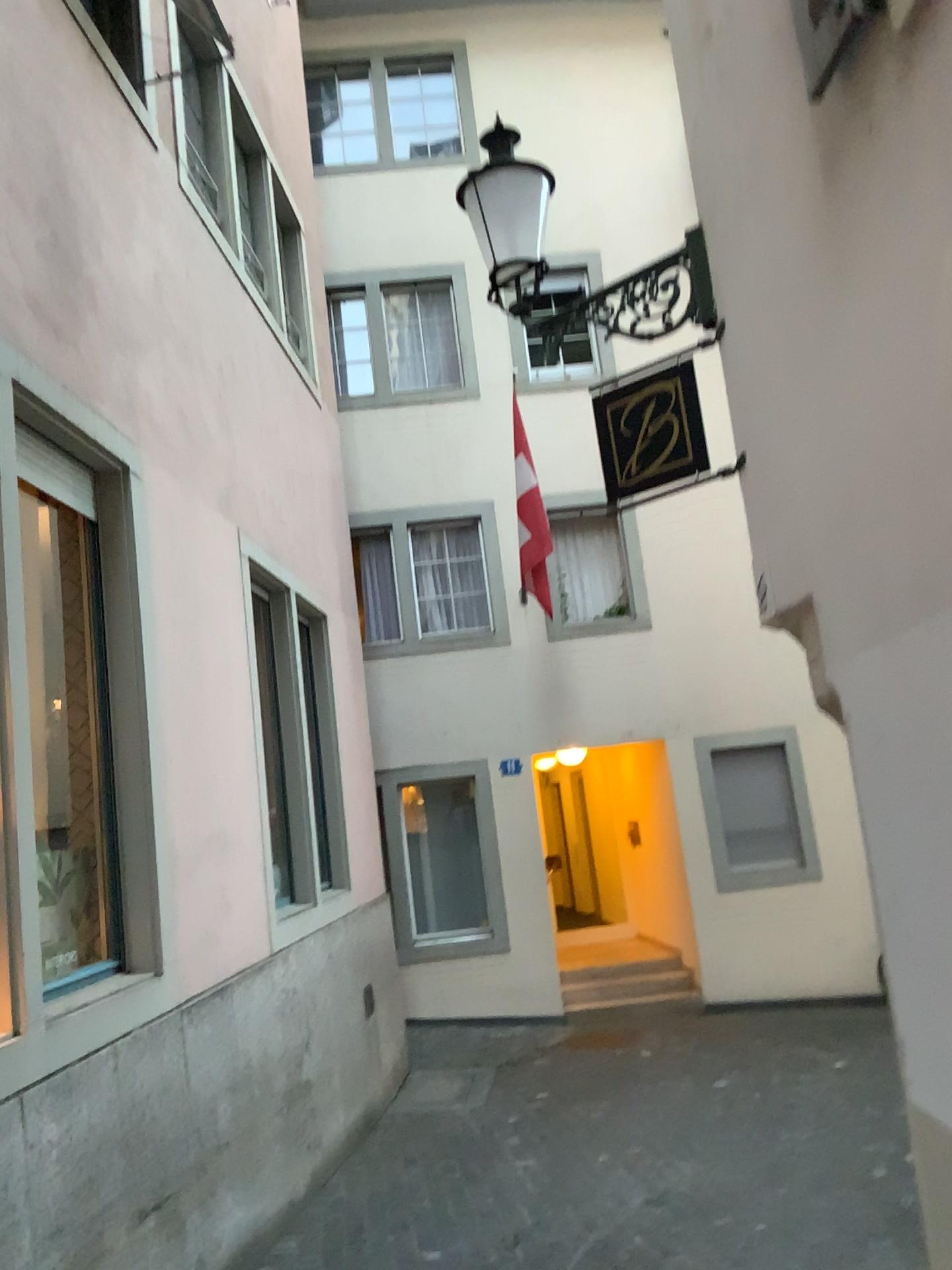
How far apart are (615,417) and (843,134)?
2.0m

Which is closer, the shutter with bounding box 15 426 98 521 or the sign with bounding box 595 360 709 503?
the shutter with bounding box 15 426 98 521

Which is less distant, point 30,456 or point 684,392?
point 30,456
